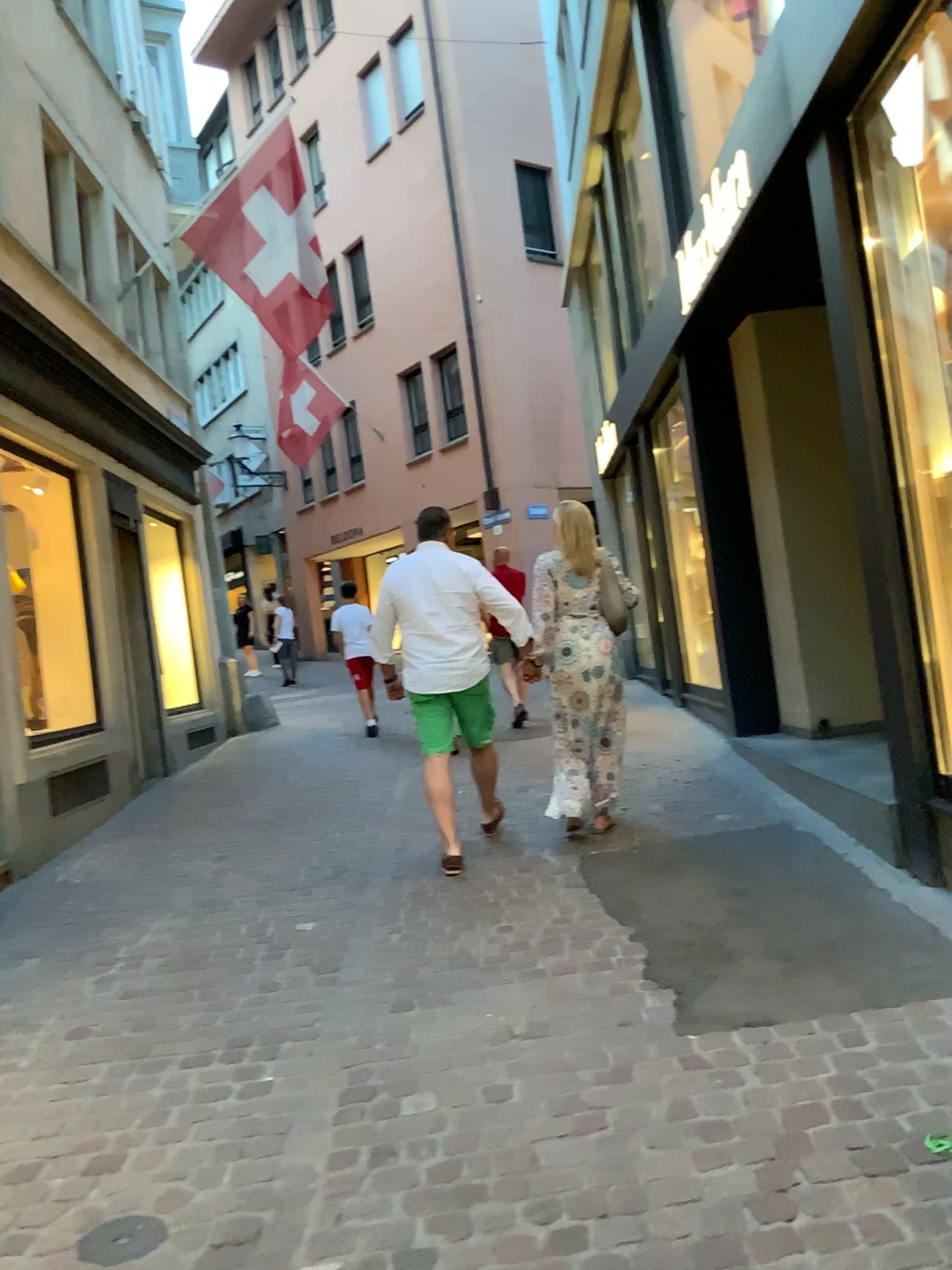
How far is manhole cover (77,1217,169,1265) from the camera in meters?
2.3

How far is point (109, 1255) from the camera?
2.3m

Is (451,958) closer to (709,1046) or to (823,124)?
(709,1046)
